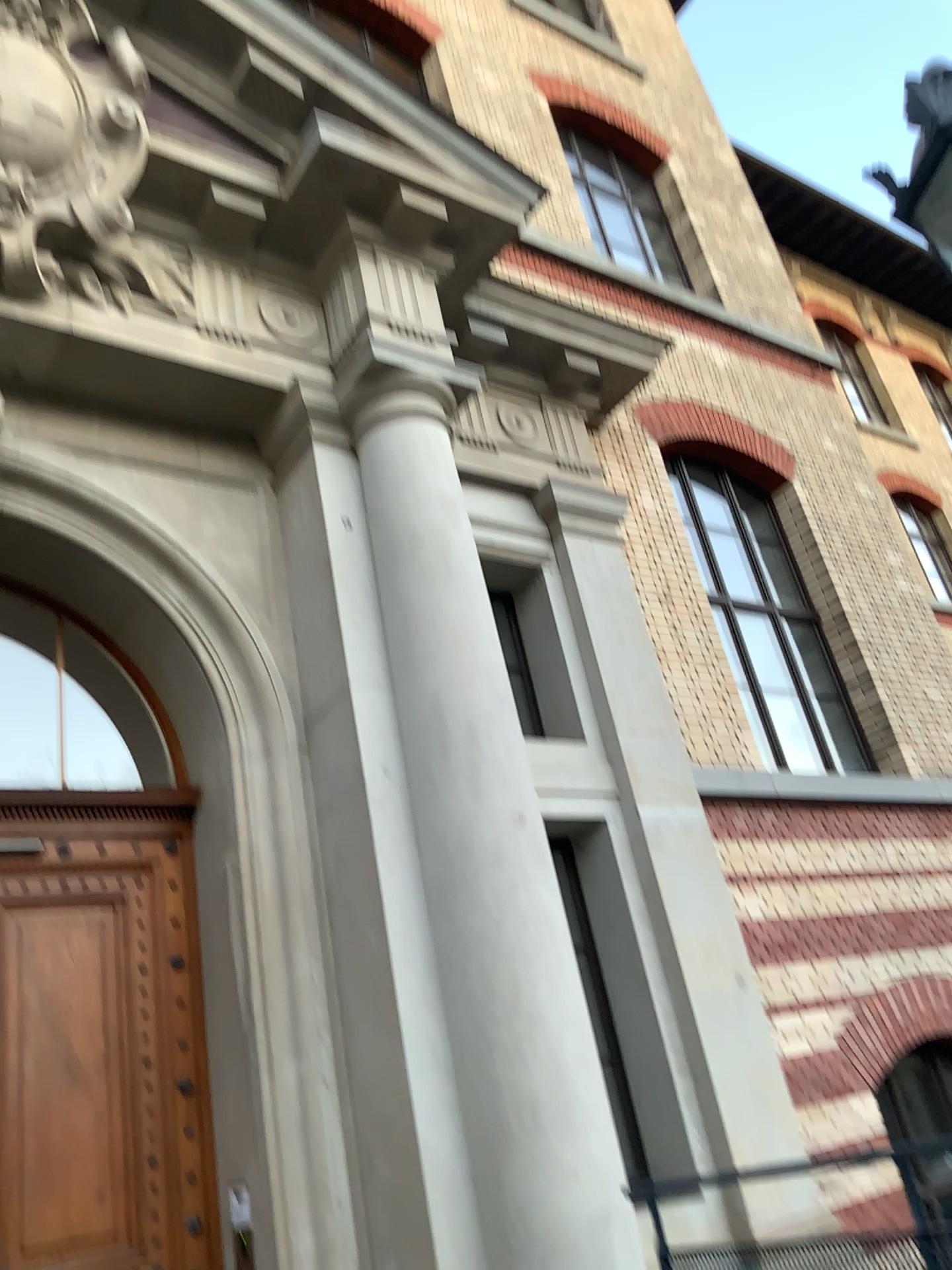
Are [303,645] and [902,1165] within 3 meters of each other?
no
